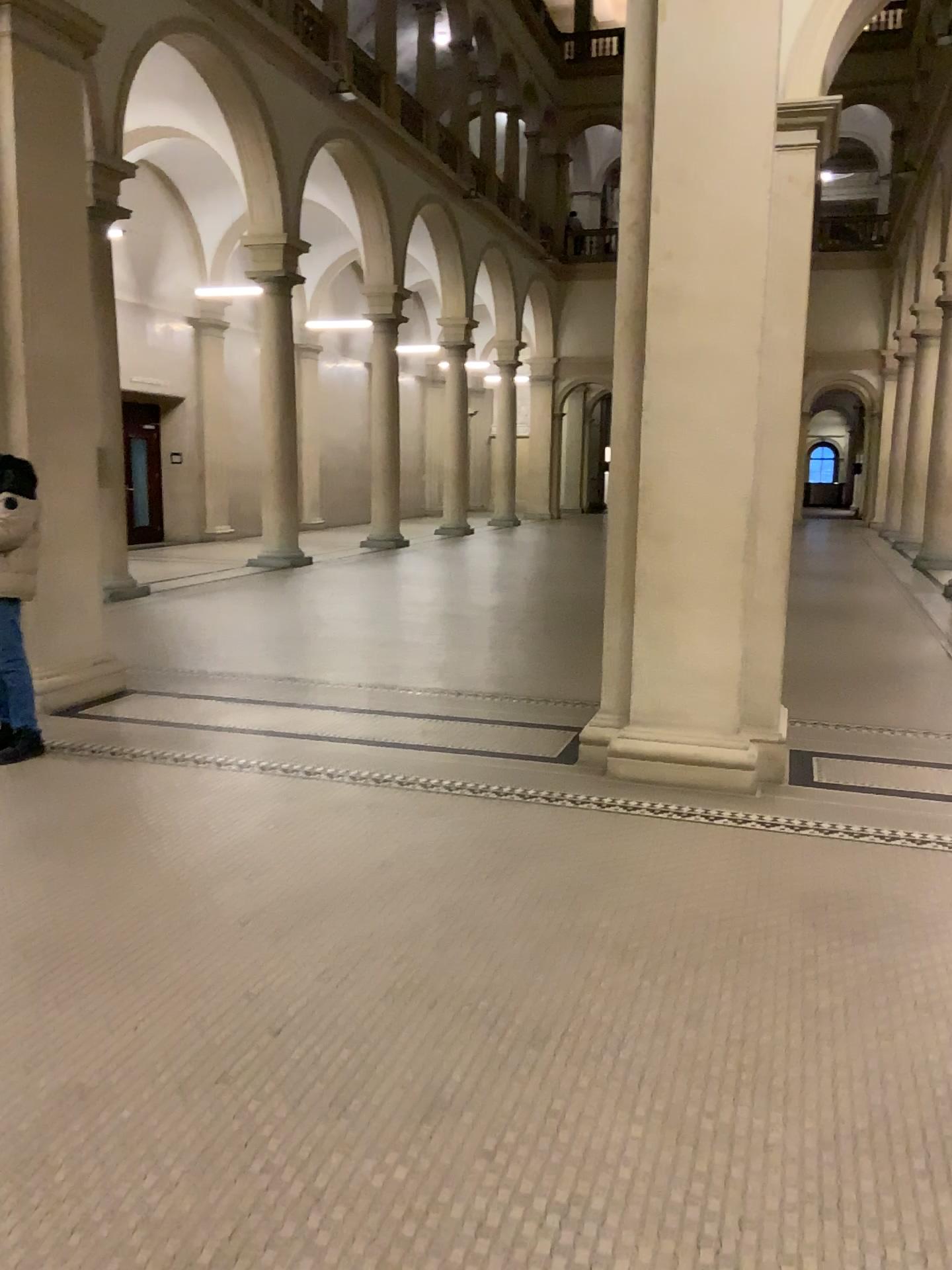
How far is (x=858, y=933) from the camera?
3.5 meters
